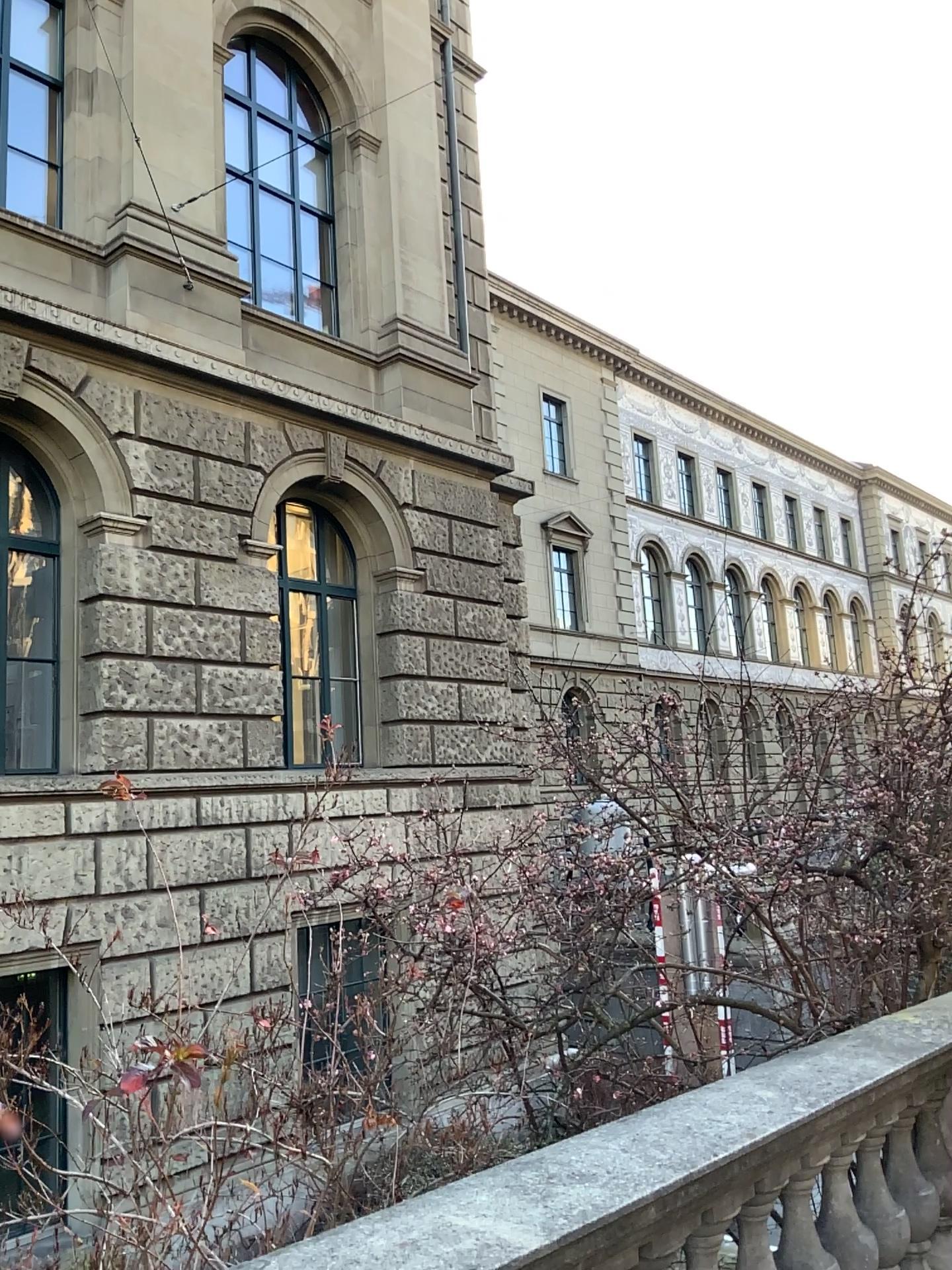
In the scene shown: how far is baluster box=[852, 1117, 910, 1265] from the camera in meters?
3.1 m

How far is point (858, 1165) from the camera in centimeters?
315cm

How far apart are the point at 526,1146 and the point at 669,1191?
0.54m
